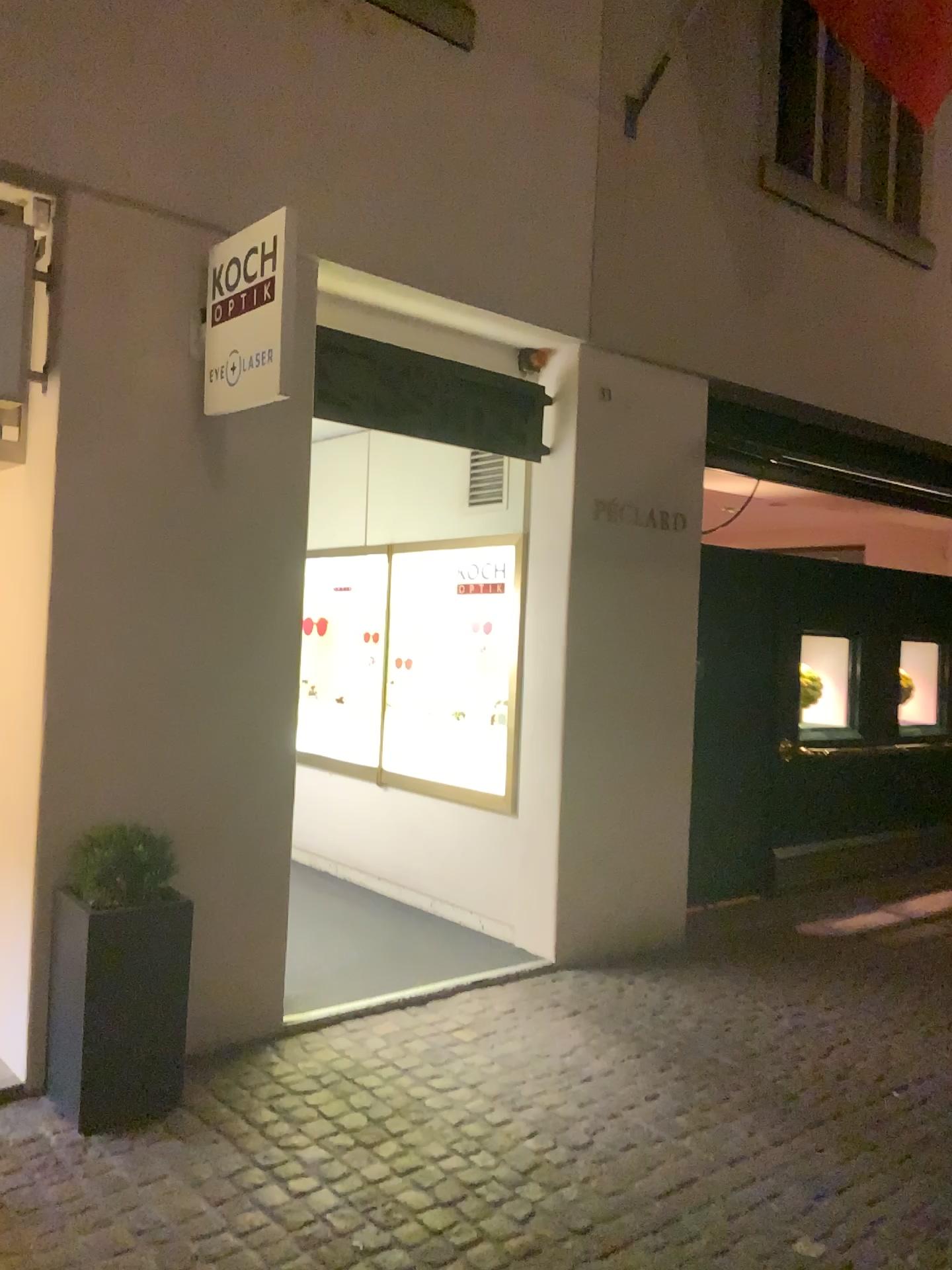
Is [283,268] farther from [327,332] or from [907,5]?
[907,5]

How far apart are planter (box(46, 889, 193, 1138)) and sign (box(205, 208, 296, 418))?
1.7m

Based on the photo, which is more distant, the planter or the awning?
the awning

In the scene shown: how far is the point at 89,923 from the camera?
Result: 3.3m

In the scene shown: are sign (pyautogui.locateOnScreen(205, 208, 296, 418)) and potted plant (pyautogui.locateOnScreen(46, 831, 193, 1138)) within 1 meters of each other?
no

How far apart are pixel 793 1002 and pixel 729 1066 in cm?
82

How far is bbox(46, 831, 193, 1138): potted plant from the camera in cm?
335

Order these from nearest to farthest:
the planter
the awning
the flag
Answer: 1. the planter
2. the flag
3. the awning

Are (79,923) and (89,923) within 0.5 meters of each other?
yes

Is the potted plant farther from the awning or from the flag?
the flag
